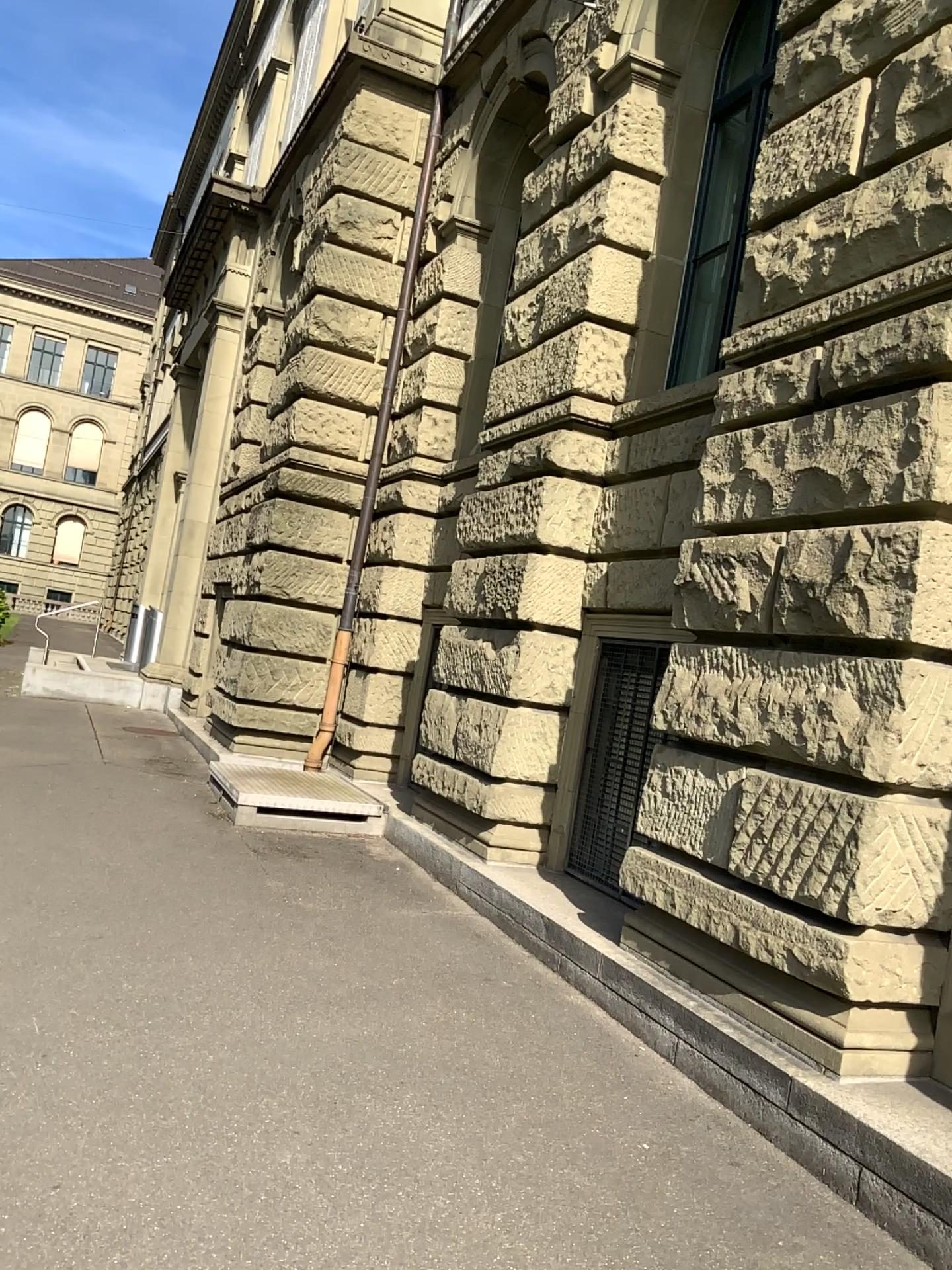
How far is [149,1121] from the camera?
3.2m
